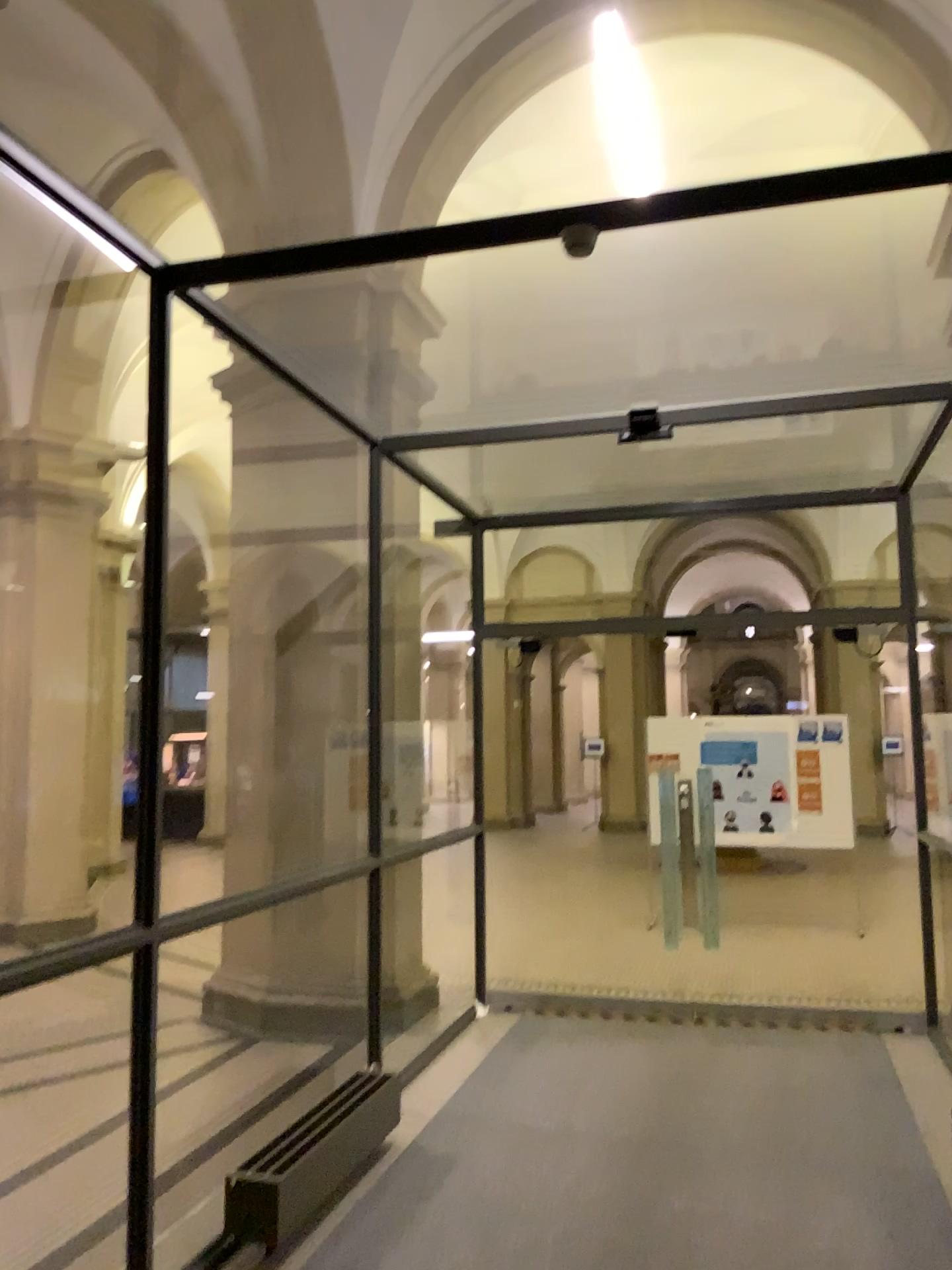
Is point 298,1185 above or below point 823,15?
below

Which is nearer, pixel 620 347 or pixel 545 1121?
pixel 620 347

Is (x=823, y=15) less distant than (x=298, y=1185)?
Yes

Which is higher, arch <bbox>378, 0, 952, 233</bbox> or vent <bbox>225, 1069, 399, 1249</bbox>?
arch <bbox>378, 0, 952, 233</bbox>

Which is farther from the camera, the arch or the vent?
the vent
